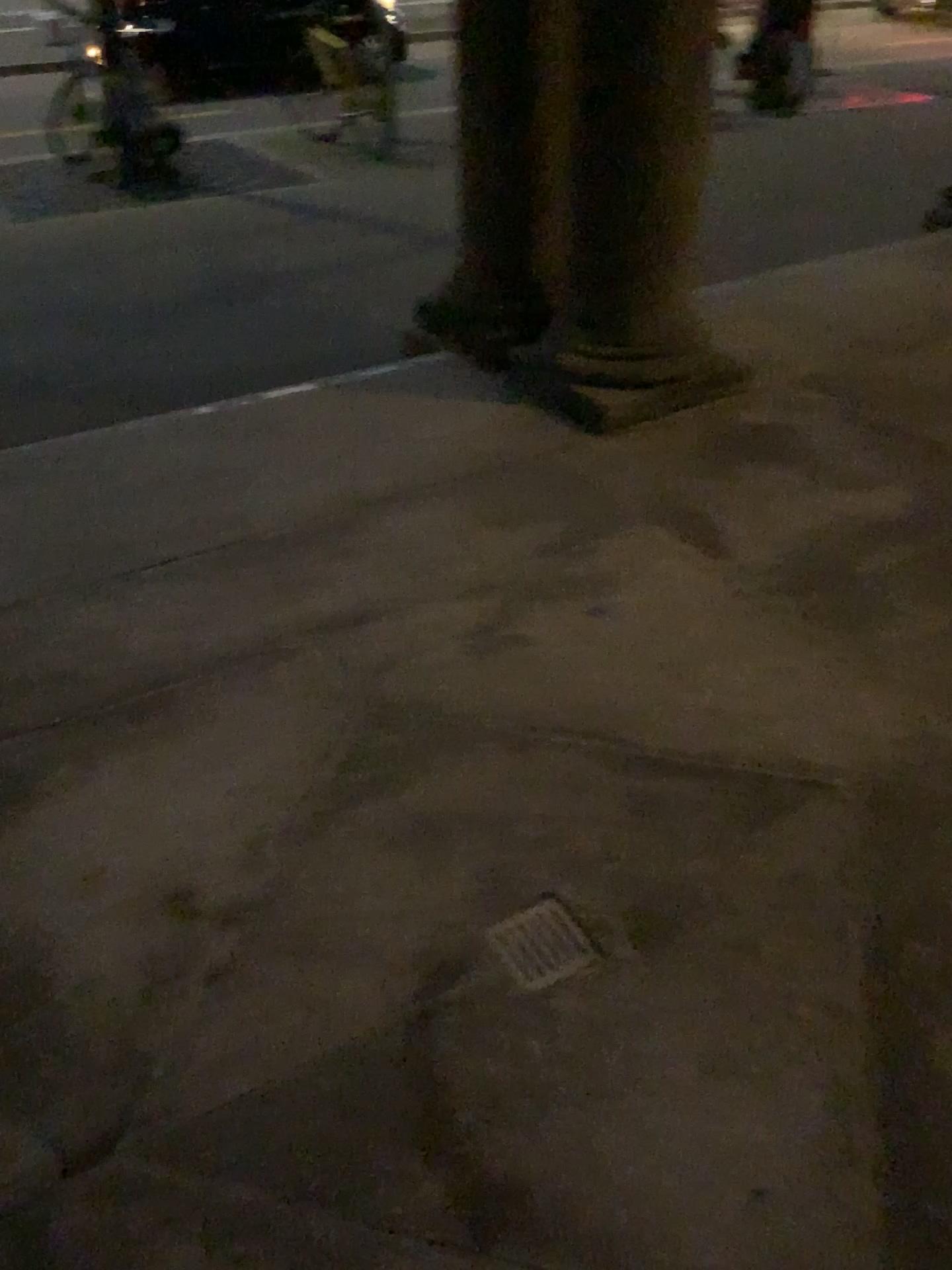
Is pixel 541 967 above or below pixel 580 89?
below

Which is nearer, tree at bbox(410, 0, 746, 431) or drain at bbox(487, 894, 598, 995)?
drain at bbox(487, 894, 598, 995)

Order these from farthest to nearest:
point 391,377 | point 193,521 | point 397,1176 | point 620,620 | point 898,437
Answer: point 391,377, point 898,437, point 193,521, point 620,620, point 397,1176

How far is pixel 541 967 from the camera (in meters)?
1.67

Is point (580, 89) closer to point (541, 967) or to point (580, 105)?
point (580, 105)

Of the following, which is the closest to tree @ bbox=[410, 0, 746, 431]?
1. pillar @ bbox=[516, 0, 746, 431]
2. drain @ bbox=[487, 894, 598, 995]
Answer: pillar @ bbox=[516, 0, 746, 431]

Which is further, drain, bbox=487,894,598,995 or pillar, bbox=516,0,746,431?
pillar, bbox=516,0,746,431

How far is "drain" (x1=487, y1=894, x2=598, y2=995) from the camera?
1.7m

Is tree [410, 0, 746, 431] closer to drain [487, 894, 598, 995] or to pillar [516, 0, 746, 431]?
pillar [516, 0, 746, 431]
